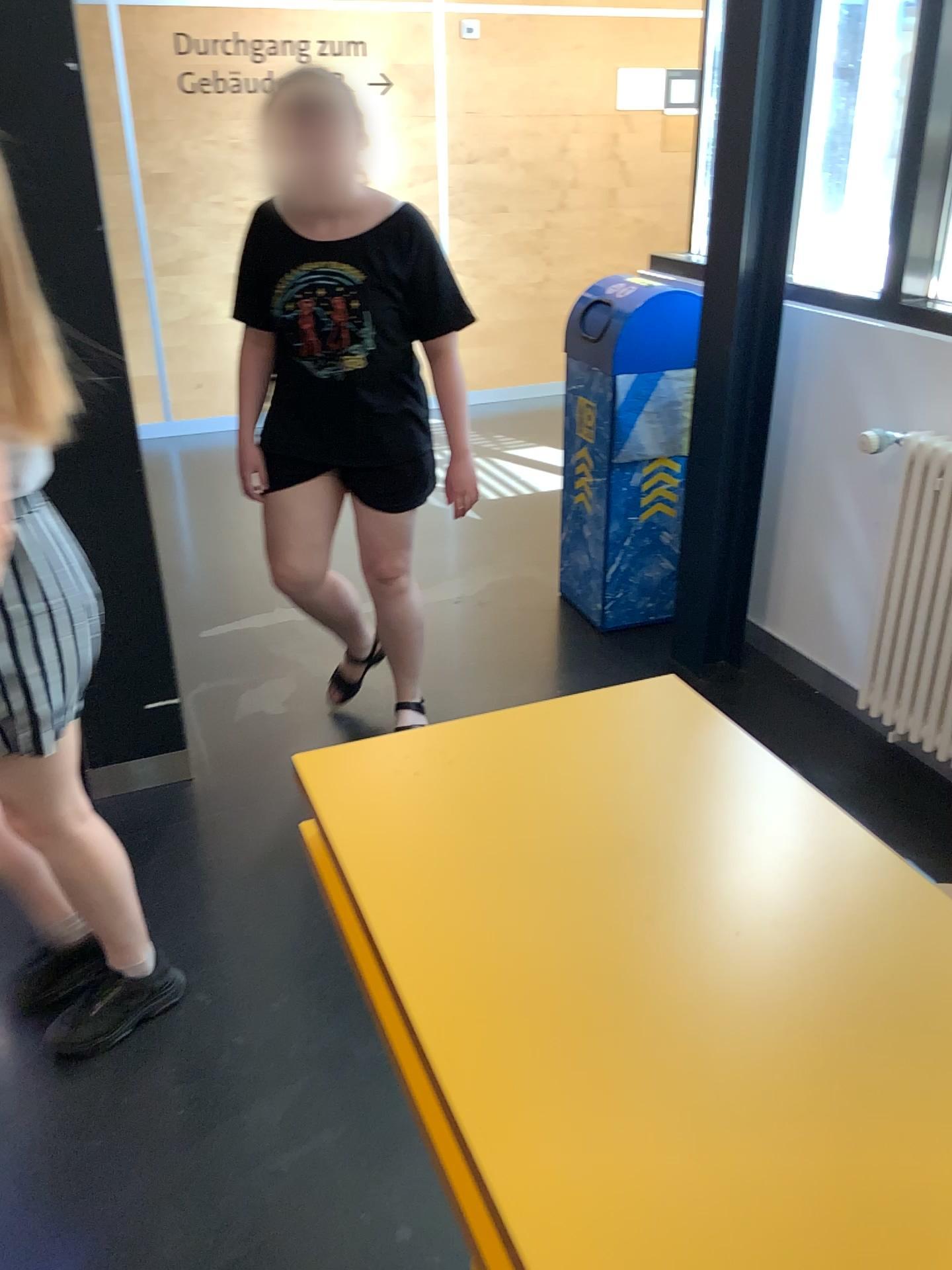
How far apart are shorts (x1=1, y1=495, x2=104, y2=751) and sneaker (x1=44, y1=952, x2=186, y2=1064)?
0.6 meters

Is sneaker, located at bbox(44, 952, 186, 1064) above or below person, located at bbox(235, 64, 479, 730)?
below

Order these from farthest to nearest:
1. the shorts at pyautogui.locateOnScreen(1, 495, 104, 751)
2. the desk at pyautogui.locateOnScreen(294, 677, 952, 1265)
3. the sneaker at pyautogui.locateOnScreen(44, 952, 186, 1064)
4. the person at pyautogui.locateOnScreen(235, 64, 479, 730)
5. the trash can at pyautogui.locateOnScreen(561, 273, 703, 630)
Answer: the trash can at pyautogui.locateOnScreen(561, 273, 703, 630), the person at pyautogui.locateOnScreen(235, 64, 479, 730), the sneaker at pyautogui.locateOnScreen(44, 952, 186, 1064), the shorts at pyautogui.locateOnScreen(1, 495, 104, 751), the desk at pyautogui.locateOnScreen(294, 677, 952, 1265)

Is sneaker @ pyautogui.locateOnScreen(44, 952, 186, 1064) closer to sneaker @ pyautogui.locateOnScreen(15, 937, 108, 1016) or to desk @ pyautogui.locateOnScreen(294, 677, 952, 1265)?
sneaker @ pyautogui.locateOnScreen(15, 937, 108, 1016)

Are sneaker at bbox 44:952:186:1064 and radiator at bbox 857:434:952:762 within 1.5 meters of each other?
no

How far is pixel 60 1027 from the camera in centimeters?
193cm

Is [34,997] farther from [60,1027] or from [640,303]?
[640,303]

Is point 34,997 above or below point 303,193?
below

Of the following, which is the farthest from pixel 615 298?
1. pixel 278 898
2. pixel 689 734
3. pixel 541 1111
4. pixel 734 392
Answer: pixel 541 1111

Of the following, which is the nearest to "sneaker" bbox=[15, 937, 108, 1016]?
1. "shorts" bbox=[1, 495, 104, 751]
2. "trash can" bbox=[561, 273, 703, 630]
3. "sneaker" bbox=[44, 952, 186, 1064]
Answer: "sneaker" bbox=[44, 952, 186, 1064]
